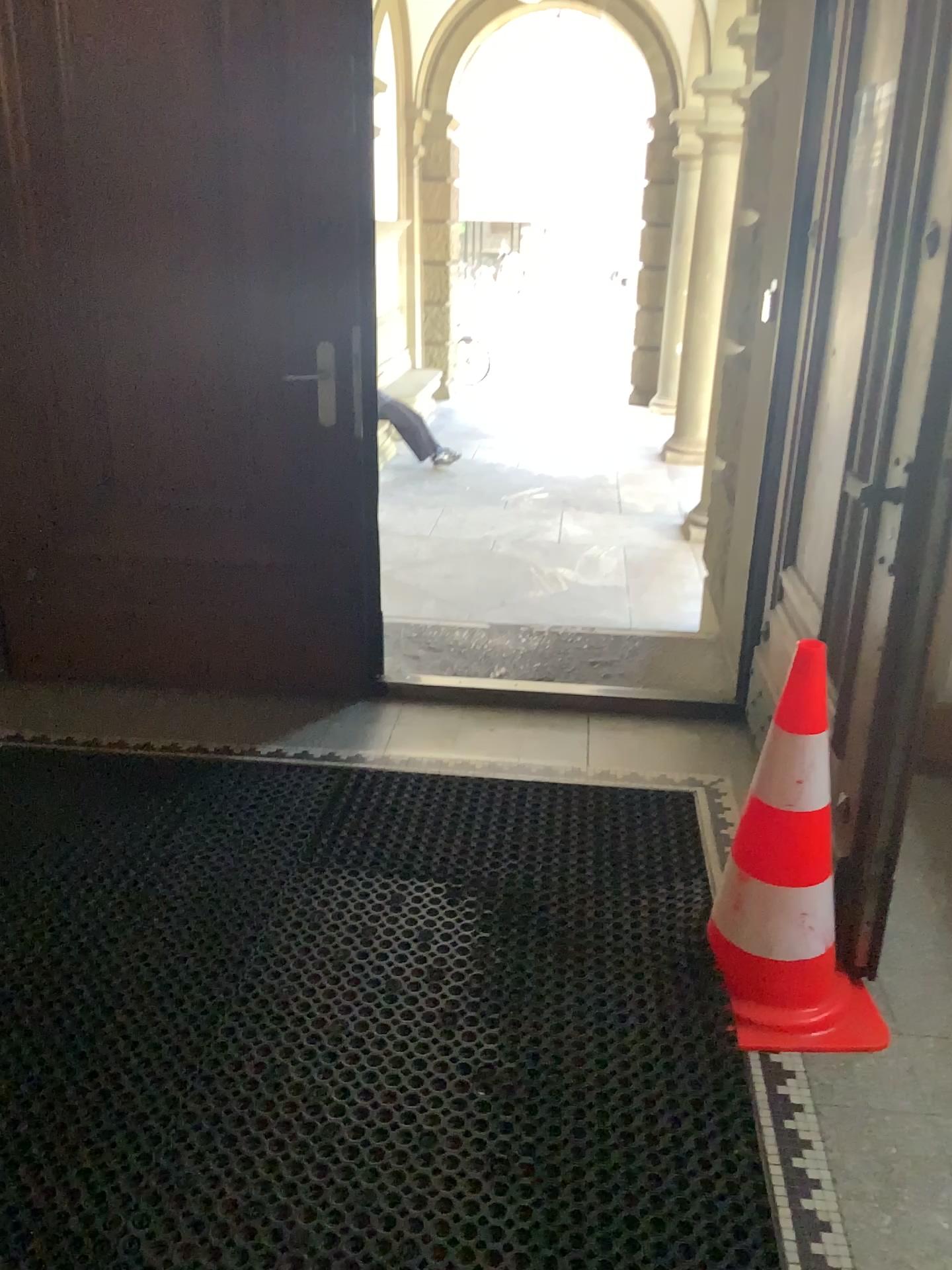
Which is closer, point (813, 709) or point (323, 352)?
point (813, 709)

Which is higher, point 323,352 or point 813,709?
point 323,352

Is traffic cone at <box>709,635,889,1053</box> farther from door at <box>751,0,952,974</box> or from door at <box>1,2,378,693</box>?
door at <box>1,2,378,693</box>

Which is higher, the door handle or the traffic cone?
the door handle

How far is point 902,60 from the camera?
1.88m

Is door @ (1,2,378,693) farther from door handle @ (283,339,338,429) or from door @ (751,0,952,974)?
door @ (751,0,952,974)

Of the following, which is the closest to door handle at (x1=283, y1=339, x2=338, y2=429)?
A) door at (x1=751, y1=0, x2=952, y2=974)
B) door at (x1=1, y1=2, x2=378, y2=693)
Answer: door at (x1=1, y1=2, x2=378, y2=693)

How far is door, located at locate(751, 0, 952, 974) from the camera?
1.88m

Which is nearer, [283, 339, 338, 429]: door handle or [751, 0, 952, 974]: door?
[751, 0, 952, 974]: door

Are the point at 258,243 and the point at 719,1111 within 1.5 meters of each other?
no
